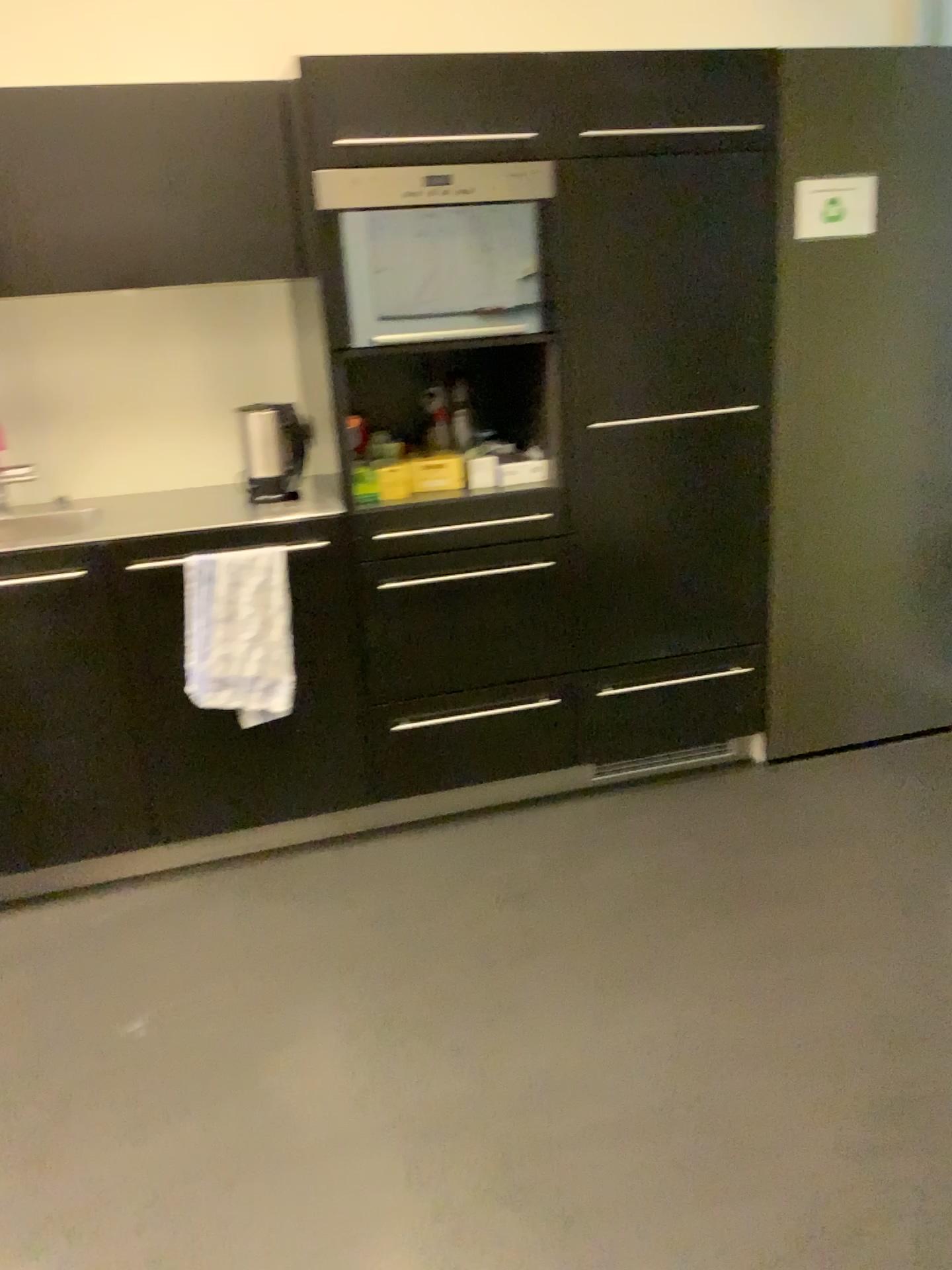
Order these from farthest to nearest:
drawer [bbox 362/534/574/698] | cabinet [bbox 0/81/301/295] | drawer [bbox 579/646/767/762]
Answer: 1. drawer [bbox 579/646/767/762]
2. drawer [bbox 362/534/574/698]
3. cabinet [bbox 0/81/301/295]

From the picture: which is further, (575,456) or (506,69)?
(575,456)

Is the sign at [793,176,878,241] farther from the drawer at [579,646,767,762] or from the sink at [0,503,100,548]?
the sink at [0,503,100,548]

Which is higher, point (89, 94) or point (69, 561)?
point (89, 94)

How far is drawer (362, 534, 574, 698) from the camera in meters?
2.7 m

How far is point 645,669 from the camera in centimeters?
293cm

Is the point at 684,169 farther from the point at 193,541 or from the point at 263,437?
the point at 193,541

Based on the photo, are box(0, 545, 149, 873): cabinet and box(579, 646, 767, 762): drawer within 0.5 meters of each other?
no

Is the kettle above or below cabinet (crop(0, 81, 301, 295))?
below

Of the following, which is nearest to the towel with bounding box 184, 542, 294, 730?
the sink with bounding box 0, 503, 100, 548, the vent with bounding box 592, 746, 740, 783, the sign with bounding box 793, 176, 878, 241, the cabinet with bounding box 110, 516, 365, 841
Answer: the cabinet with bounding box 110, 516, 365, 841
